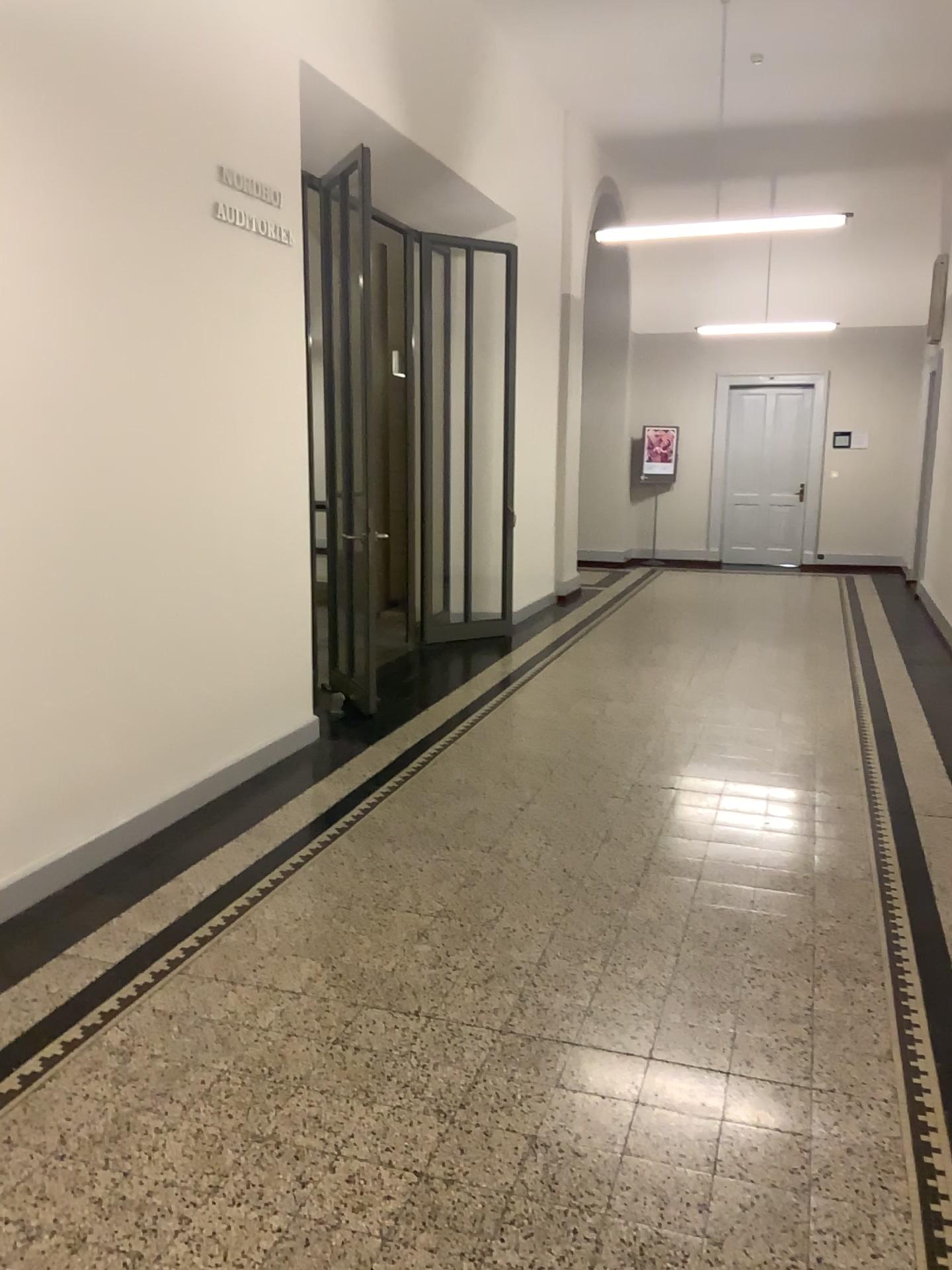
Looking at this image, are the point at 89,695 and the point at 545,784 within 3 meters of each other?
yes
